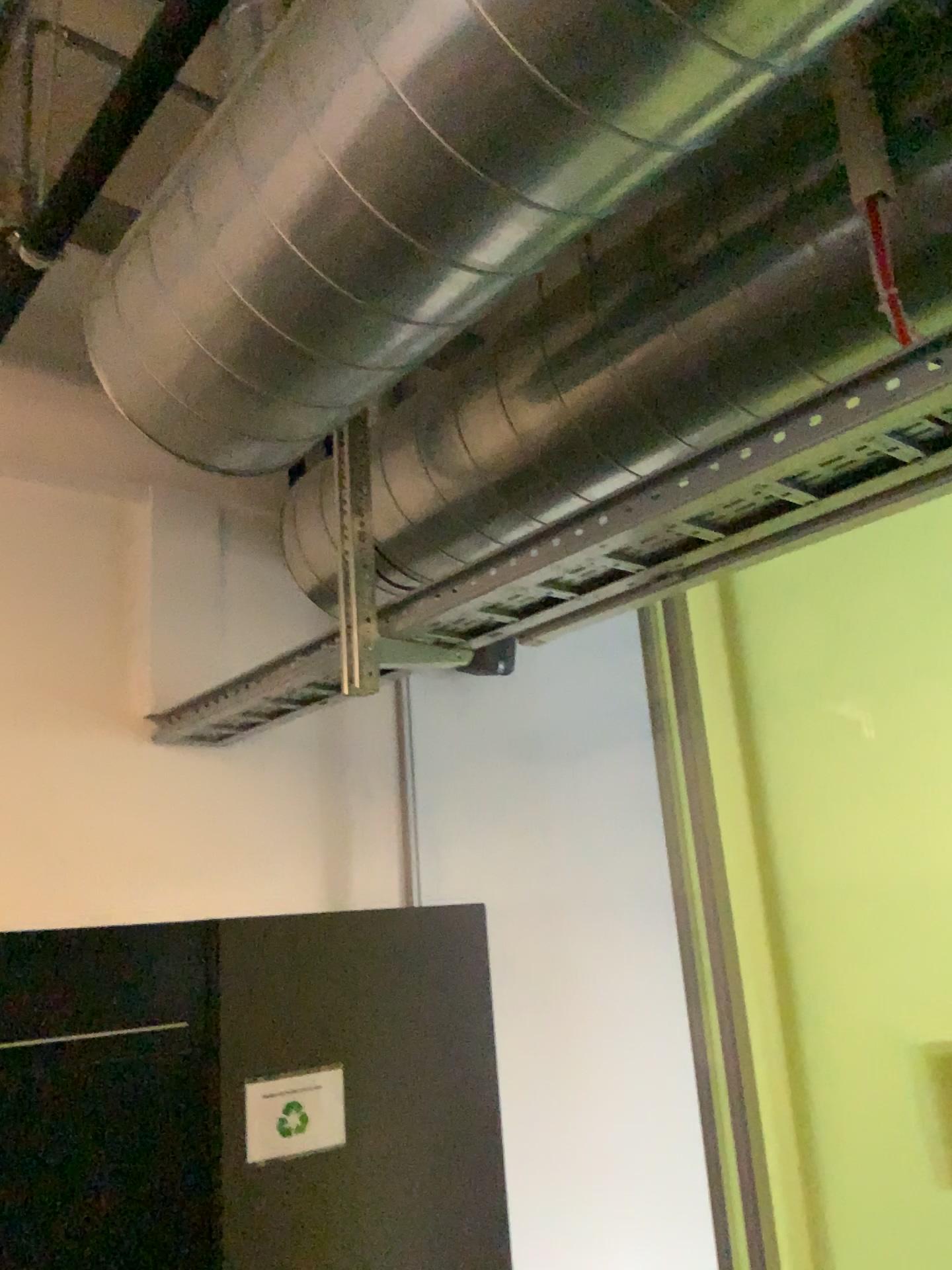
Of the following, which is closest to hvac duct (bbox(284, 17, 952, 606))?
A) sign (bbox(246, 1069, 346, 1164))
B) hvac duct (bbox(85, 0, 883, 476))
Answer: hvac duct (bbox(85, 0, 883, 476))

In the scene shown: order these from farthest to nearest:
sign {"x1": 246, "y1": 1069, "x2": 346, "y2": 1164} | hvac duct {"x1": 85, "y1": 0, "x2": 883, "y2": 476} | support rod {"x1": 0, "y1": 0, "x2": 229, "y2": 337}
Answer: sign {"x1": 246, "y1": 1069, "x2": 346, "y2": 1164} < support rod {"x1": 0, "y1": 0, "x2": 229, "y2": 337} < hvac duct {"x1": 85, "y1": 0, "x2": 883, "y2": 476}

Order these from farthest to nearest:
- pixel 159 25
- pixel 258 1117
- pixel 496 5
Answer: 1. pixel 258 1117
2. pixel 159 25
3. pixel 496 5

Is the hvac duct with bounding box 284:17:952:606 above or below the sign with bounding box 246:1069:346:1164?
above

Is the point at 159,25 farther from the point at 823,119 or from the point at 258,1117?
the point at 258,1117

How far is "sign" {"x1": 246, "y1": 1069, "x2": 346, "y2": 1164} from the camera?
1.97m

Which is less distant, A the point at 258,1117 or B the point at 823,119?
B the point at 823,119

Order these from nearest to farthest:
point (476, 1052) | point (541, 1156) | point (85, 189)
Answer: point (85, 189)
point (476, 1052)
point (541, 1156)

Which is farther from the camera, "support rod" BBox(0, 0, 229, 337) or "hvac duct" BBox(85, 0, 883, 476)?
"support rod" BBox(0, 0, 229, 337)

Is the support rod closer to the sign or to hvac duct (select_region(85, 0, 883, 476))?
hvac duct (select_region(85, 0, 883, 476))
